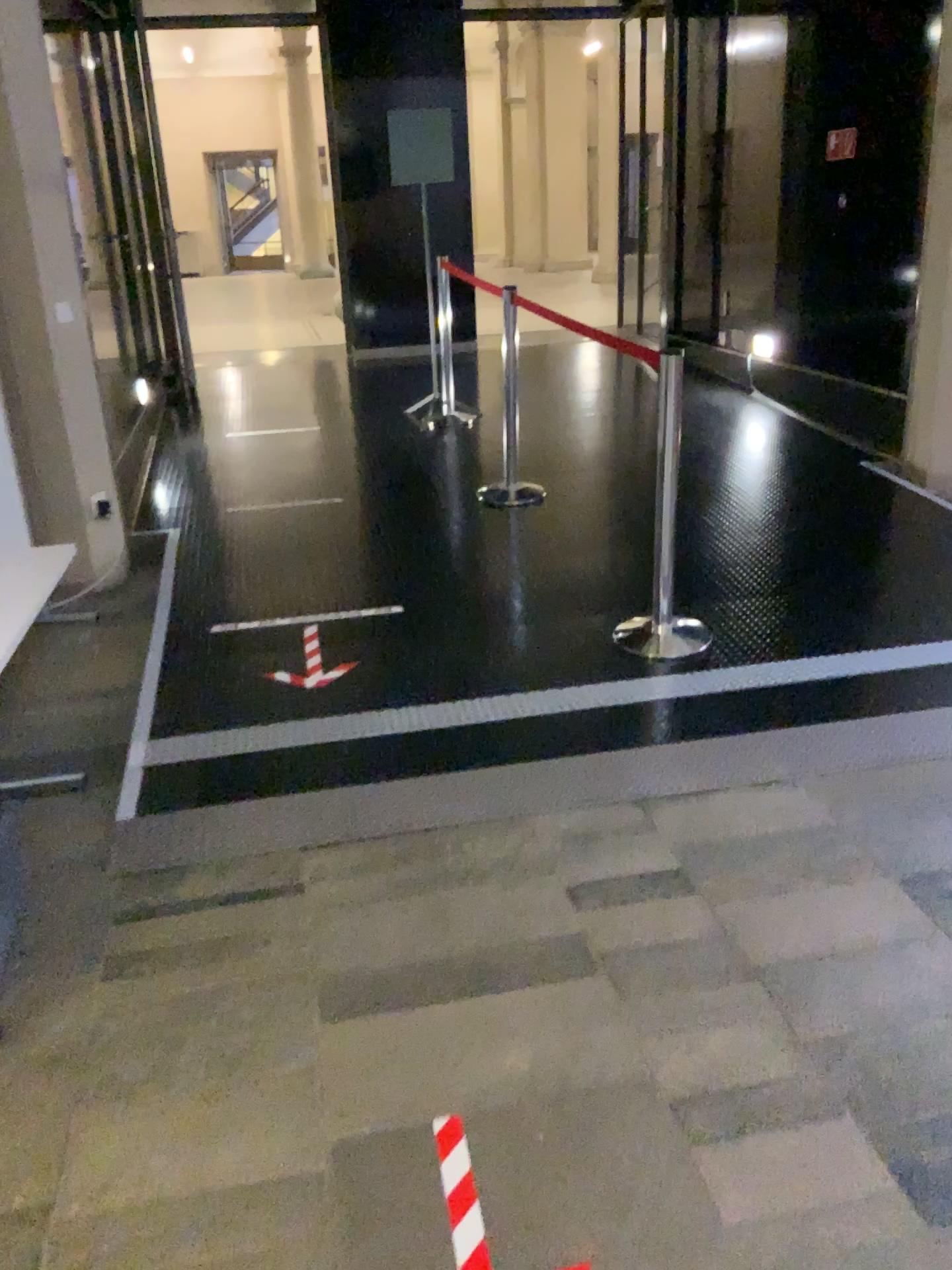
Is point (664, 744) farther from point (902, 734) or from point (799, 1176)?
point (799, 1176)
